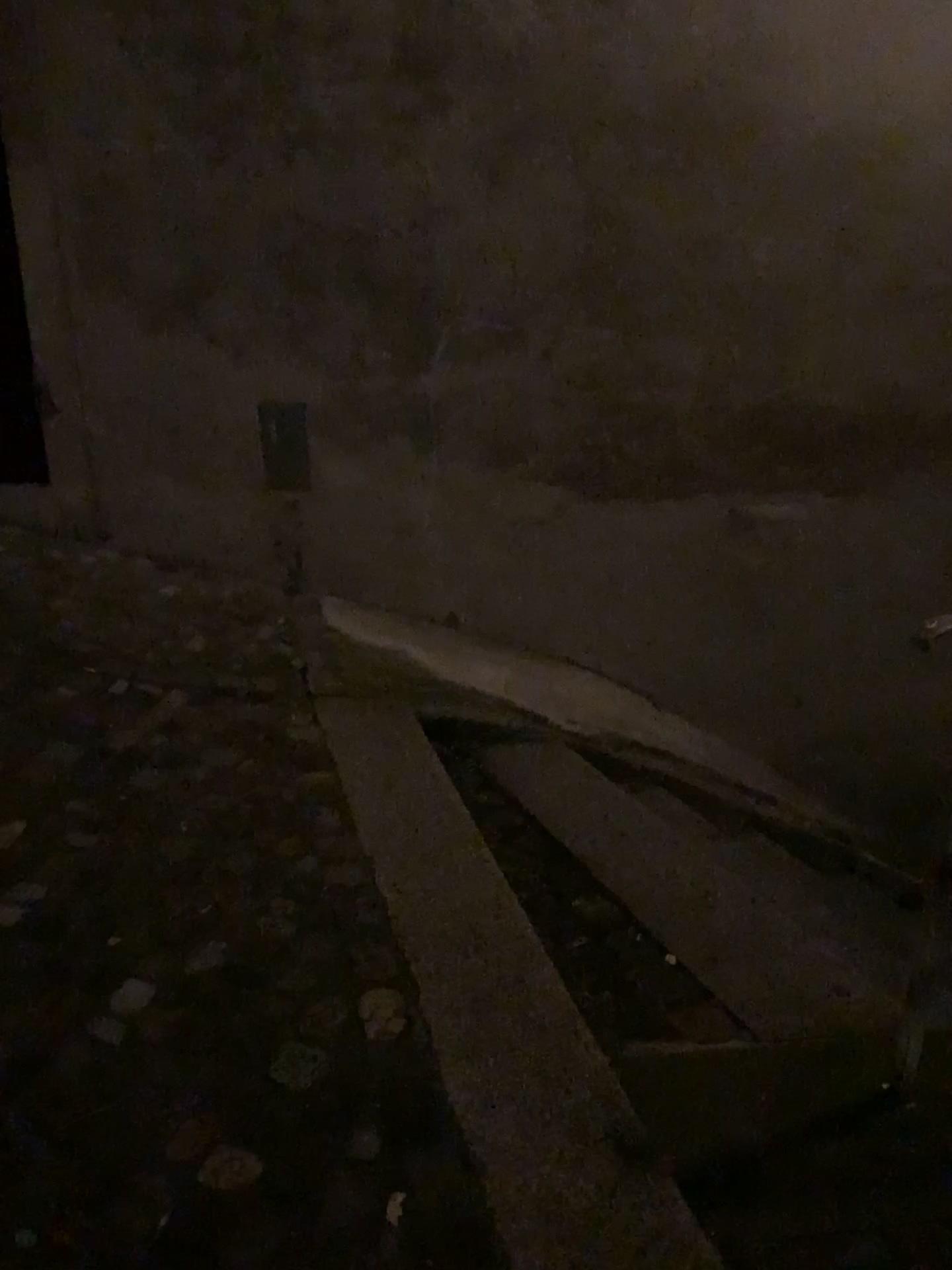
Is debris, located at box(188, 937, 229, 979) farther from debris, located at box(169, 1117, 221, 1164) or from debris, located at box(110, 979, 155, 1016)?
debris, located at box(169, 1117, 221, 1164)

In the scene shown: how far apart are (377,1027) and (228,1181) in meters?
0.4

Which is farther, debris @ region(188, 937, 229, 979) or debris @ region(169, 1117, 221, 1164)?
debris @ region(188, 937, 229, 979)

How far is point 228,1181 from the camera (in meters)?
1.46

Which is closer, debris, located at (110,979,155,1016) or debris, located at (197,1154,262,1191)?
debris, located at (197,1154,262,1191)

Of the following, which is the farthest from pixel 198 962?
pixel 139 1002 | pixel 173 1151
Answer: pixel 173 1151

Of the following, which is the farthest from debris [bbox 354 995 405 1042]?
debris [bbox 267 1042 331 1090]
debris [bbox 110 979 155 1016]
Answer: debris [bbox 110 979 155 1016]

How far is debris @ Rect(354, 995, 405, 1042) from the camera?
1.8m

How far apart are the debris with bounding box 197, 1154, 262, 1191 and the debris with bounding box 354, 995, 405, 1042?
0.3 meters

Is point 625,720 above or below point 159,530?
below
